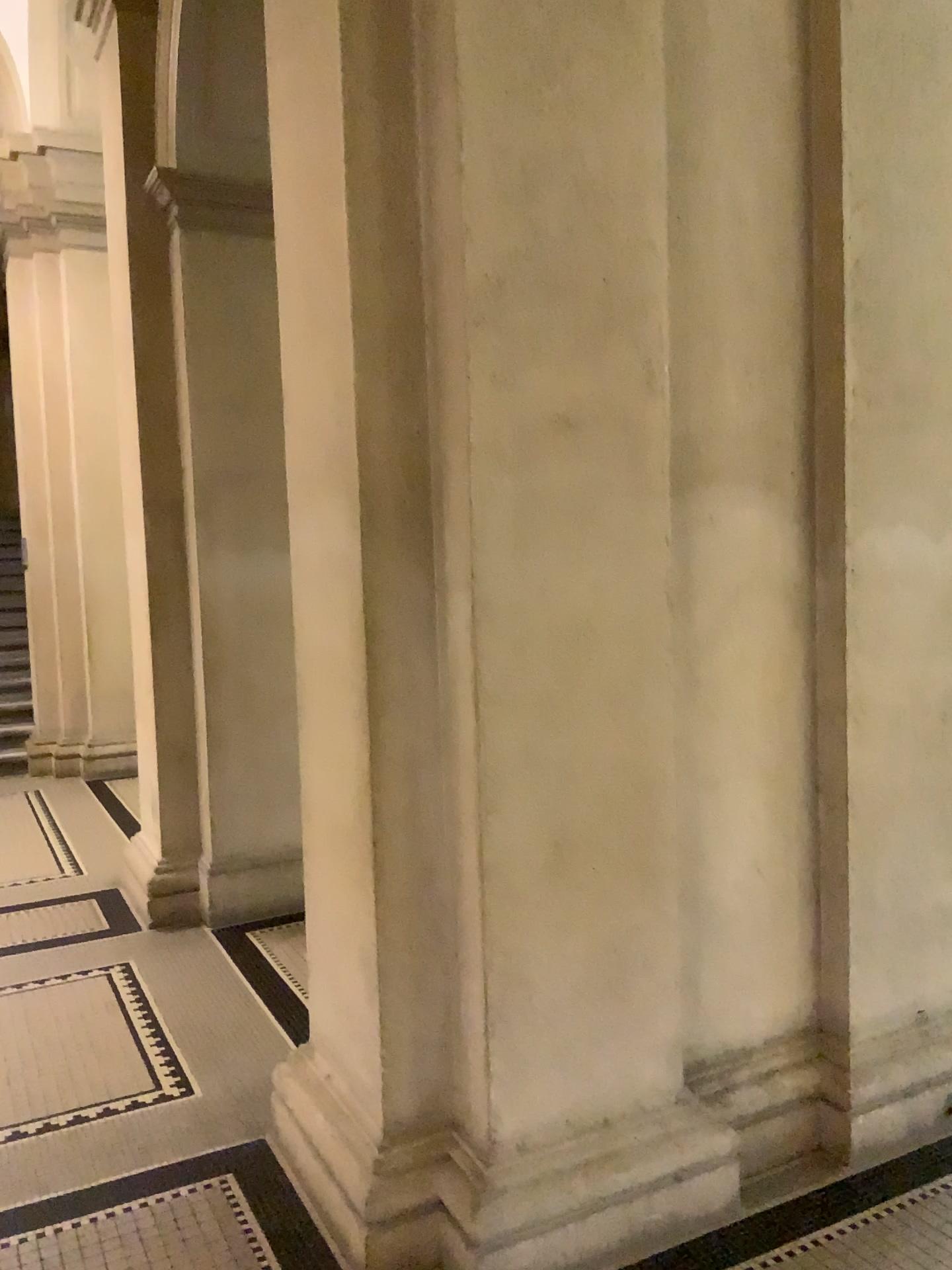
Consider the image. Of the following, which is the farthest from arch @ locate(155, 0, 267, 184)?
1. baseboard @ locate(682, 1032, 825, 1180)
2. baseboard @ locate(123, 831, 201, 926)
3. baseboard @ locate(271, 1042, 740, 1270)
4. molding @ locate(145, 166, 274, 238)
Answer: baseboard @ locate(682, 1032, 825, 1180)

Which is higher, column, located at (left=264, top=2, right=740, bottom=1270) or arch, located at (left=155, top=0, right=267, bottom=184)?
arch, located at (left=155, top=0, right=267, bottom=184)

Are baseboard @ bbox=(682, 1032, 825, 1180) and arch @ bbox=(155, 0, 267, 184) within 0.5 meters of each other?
no

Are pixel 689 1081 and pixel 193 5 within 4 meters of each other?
no

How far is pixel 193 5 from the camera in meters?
4.3

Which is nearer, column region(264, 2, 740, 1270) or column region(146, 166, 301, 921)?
column region(264, 2, 740, 1270)

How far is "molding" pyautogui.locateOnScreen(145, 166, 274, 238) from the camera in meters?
4.4

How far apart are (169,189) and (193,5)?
0.7m

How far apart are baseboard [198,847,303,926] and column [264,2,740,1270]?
2.19m

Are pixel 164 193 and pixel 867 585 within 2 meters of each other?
no
